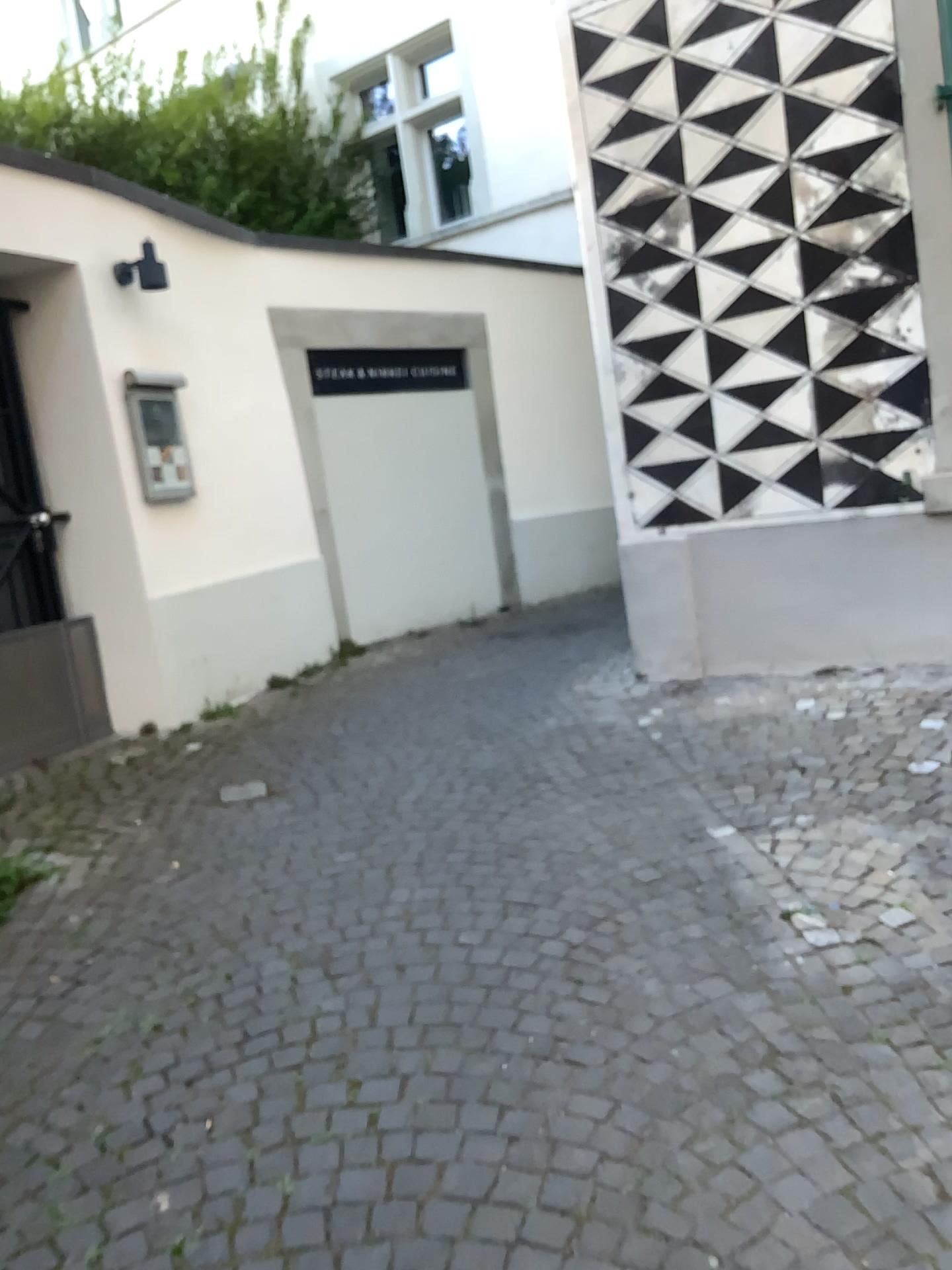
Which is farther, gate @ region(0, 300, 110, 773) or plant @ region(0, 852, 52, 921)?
gate @ region(0, 300, 110, 773)

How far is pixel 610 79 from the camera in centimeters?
448cm

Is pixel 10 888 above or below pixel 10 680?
below

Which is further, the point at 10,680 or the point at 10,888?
the point at 10,680
